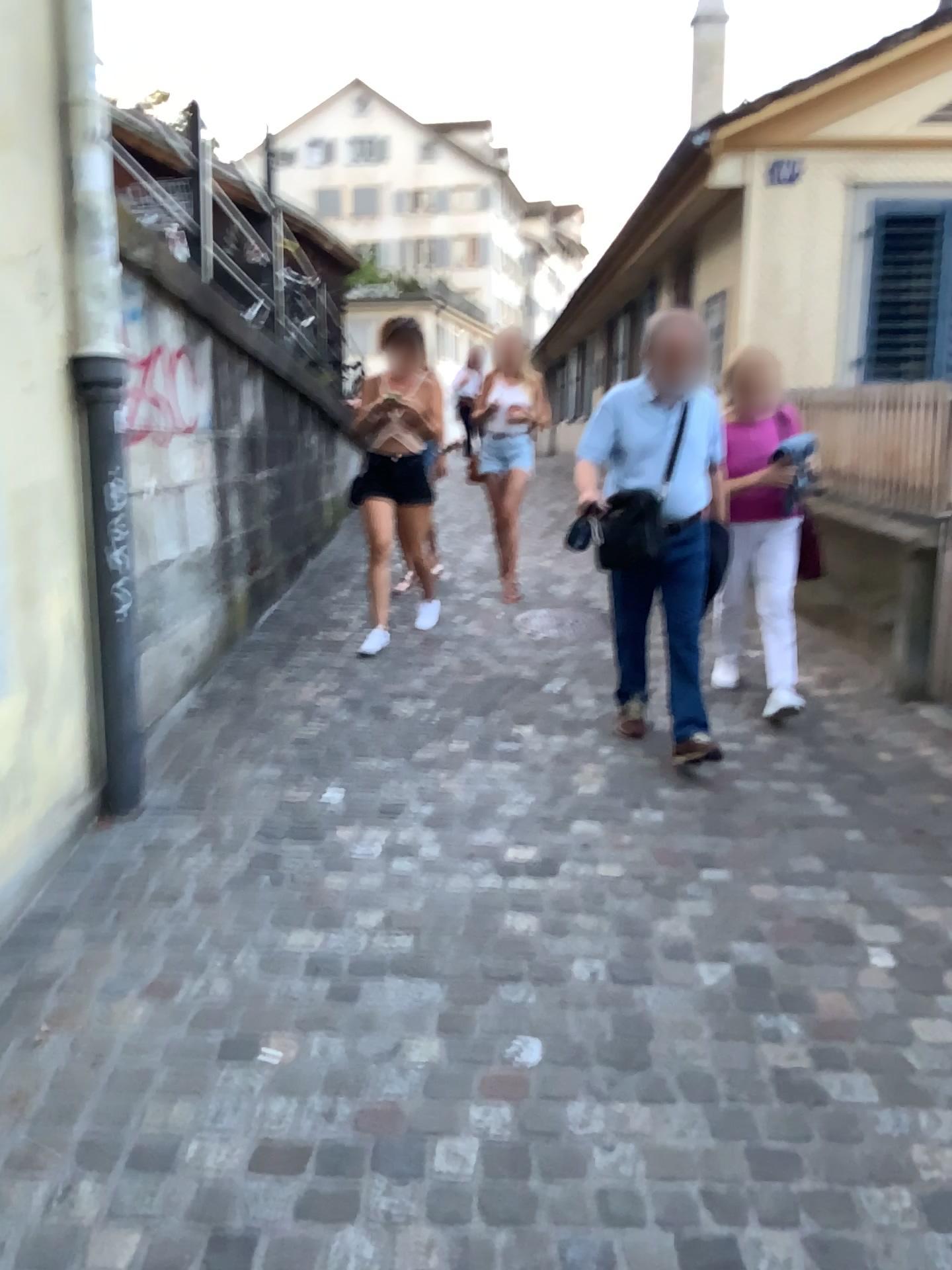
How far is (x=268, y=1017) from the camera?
2.2m

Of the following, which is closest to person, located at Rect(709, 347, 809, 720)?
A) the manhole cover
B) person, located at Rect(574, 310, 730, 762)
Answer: person, located at Rect(574, 310, 730, 762)

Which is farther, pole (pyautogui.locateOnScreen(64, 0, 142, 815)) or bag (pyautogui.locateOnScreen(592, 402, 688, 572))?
bag (pyautogui.locateOnScreen(592, 402, 688, 572))

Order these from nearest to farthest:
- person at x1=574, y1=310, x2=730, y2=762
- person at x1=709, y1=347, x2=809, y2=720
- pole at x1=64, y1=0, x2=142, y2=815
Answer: pole at x1=64, y1=0, x2=142, y2=815 → person at x1=574, y1=310, x2=730, y2=762 → person at x1=709, y1=347, x2=809, y2=720

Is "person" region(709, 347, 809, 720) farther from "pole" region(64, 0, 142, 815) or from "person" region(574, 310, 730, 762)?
"pole" region(64, 0, 142, 815)

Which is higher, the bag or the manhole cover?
the bag

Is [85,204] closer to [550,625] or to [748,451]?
[748,451]

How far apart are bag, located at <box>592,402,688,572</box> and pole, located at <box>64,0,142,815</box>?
1.6 meters

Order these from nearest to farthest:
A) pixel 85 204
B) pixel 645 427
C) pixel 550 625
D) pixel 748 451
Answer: pixel 85 204, pixel 645 427, pixel 748 451, pixel 550 625

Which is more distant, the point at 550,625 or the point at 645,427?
the point at 550,625
